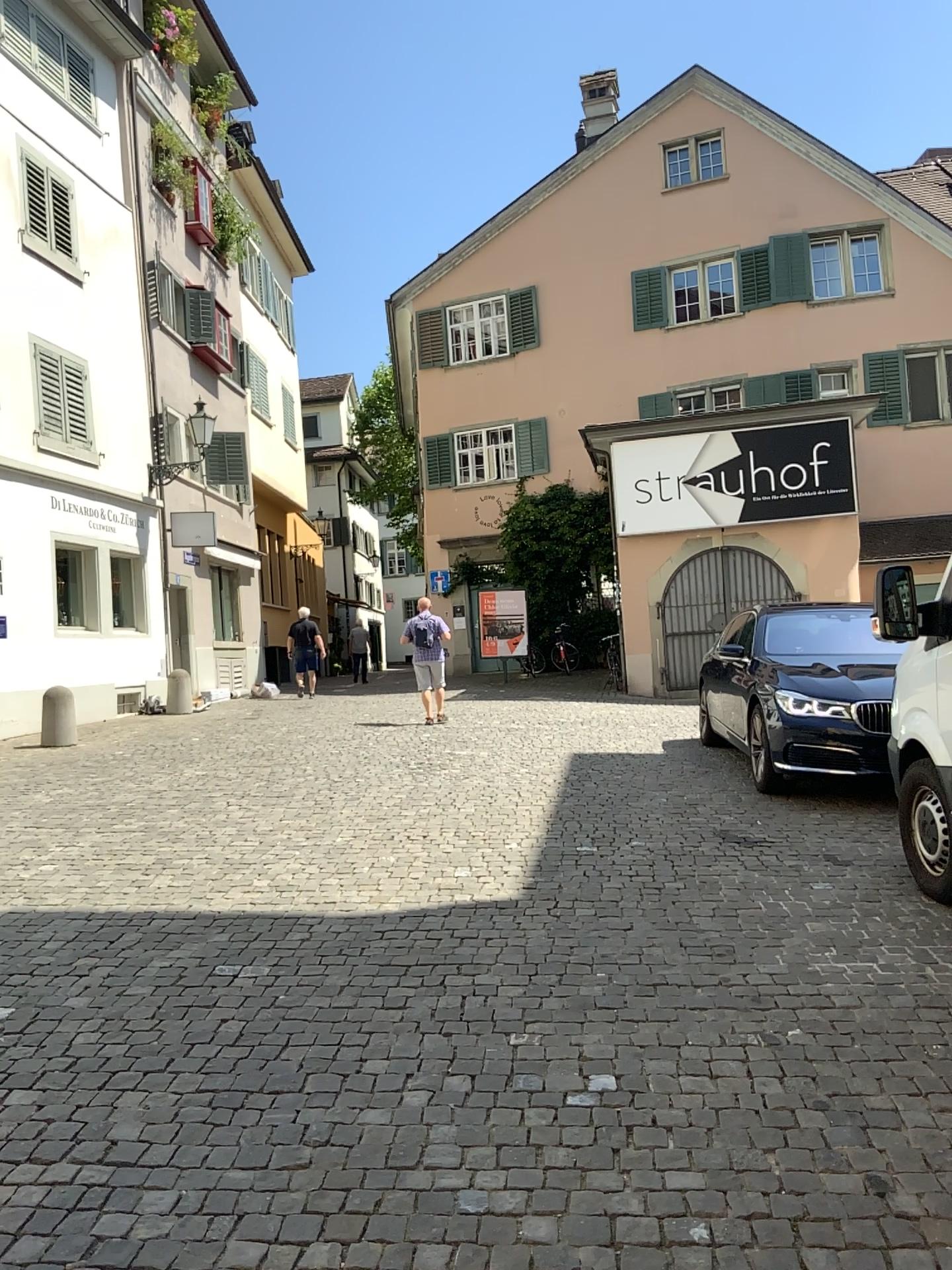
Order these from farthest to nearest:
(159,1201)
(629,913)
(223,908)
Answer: (223,908)
(629,913)
(159,1201)
